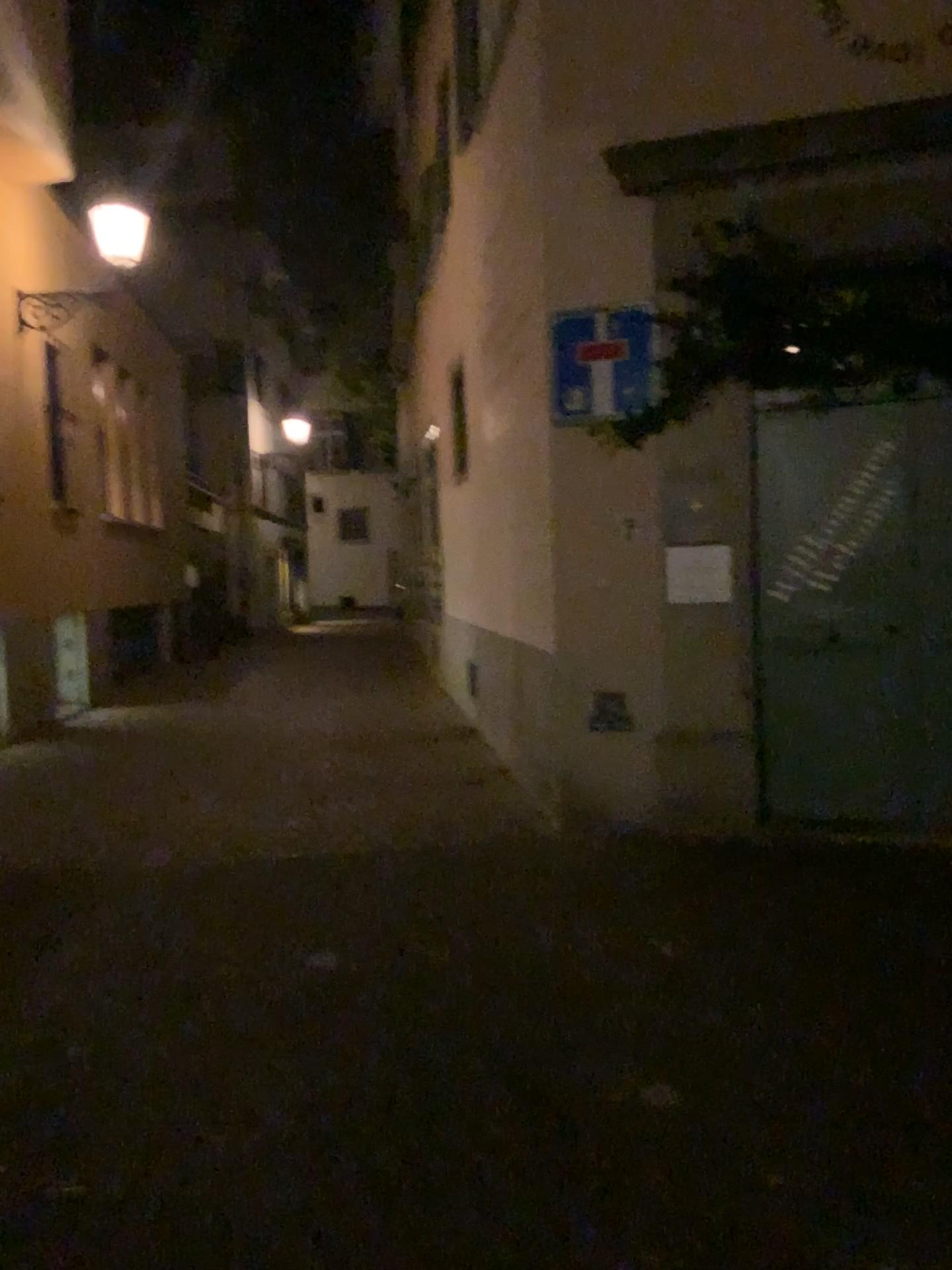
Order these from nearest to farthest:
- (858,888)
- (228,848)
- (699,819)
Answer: (858,888), (228,848), (699,819)
